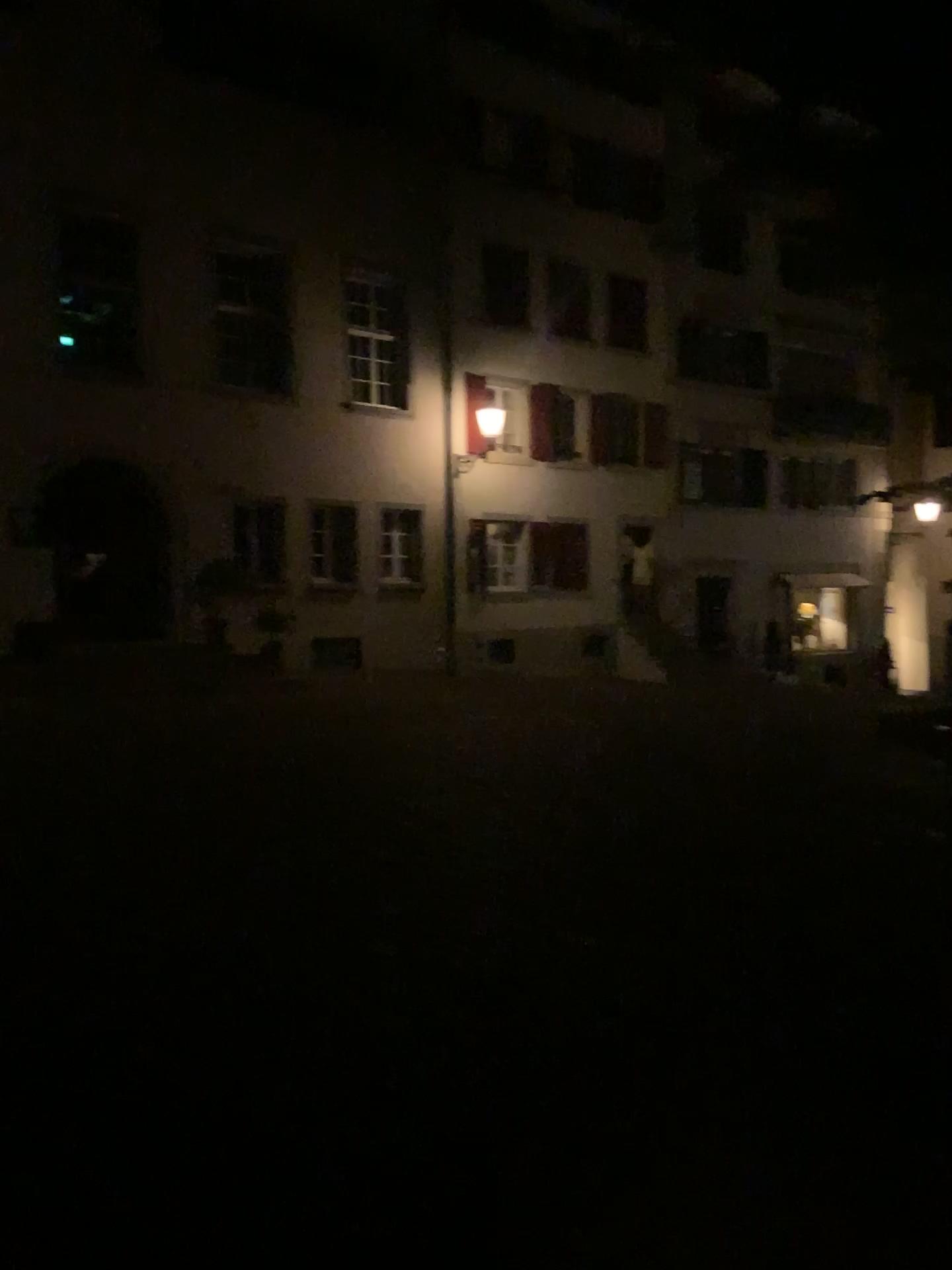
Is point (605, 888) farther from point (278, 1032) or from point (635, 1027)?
point (278, 1032)
